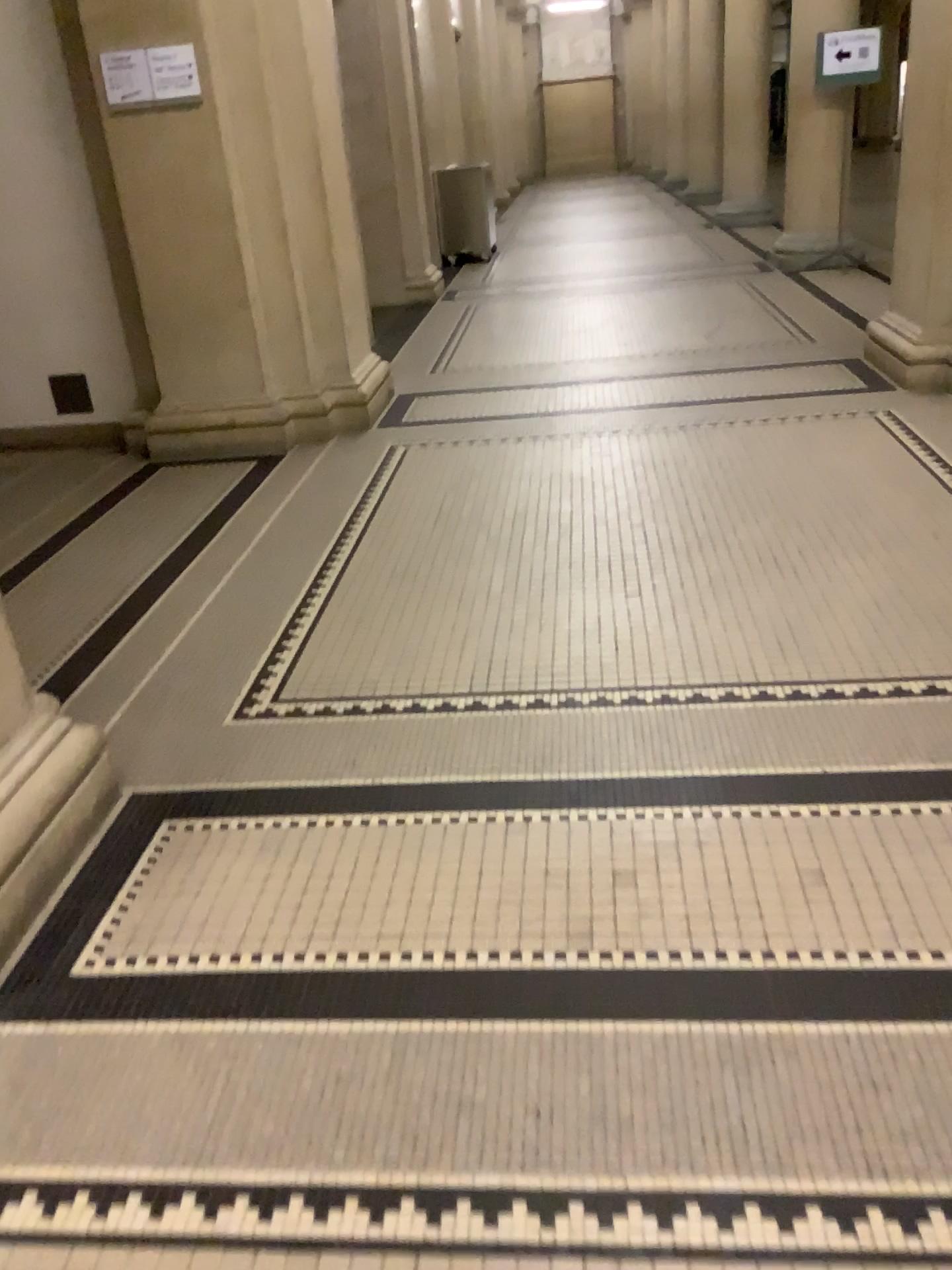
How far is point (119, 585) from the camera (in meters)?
3.76

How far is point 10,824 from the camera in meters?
2.1 m

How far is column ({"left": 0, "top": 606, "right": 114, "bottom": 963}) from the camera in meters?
2.1 m
